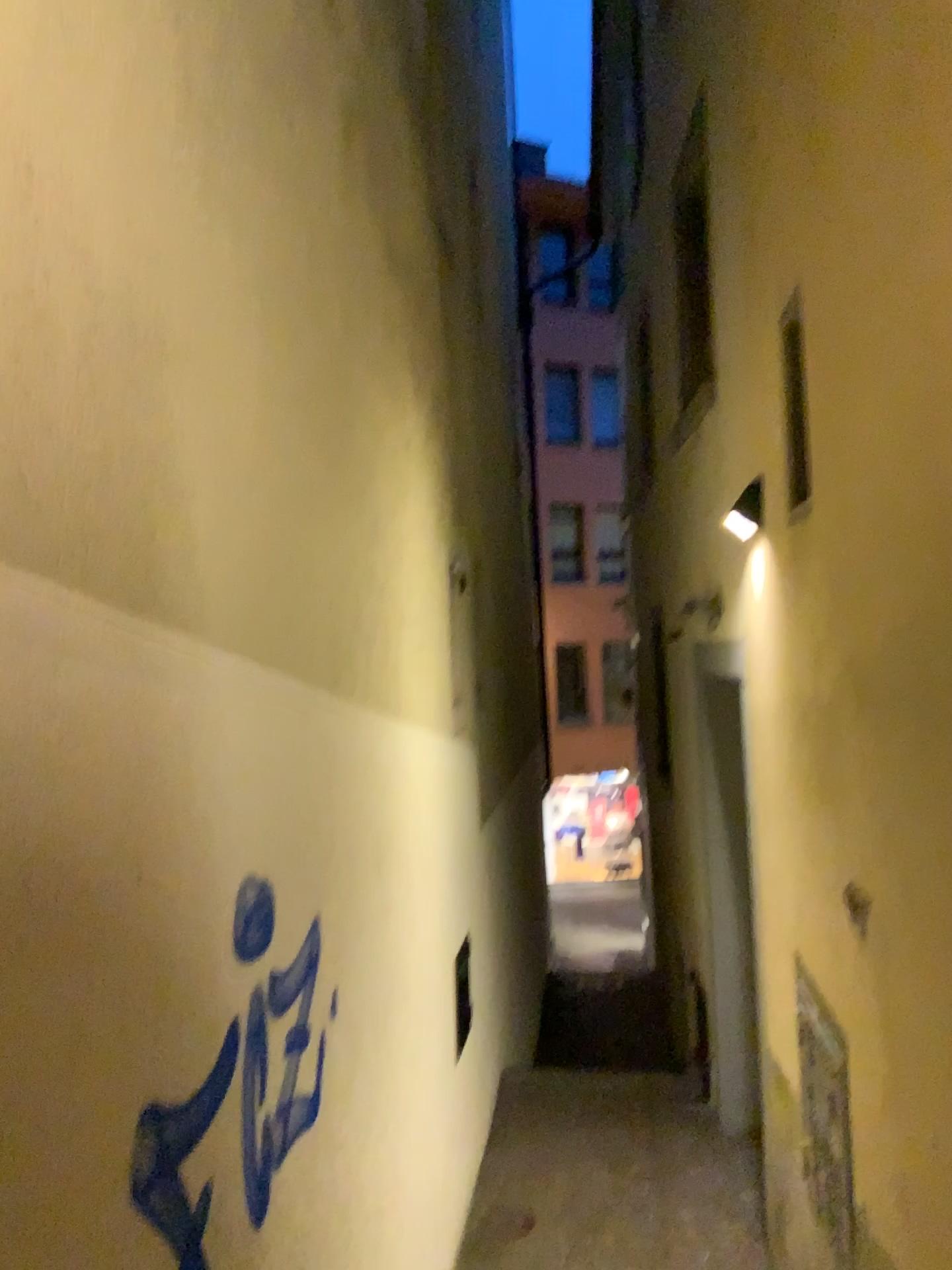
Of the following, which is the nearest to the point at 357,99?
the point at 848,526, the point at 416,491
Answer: the point at 416,491
